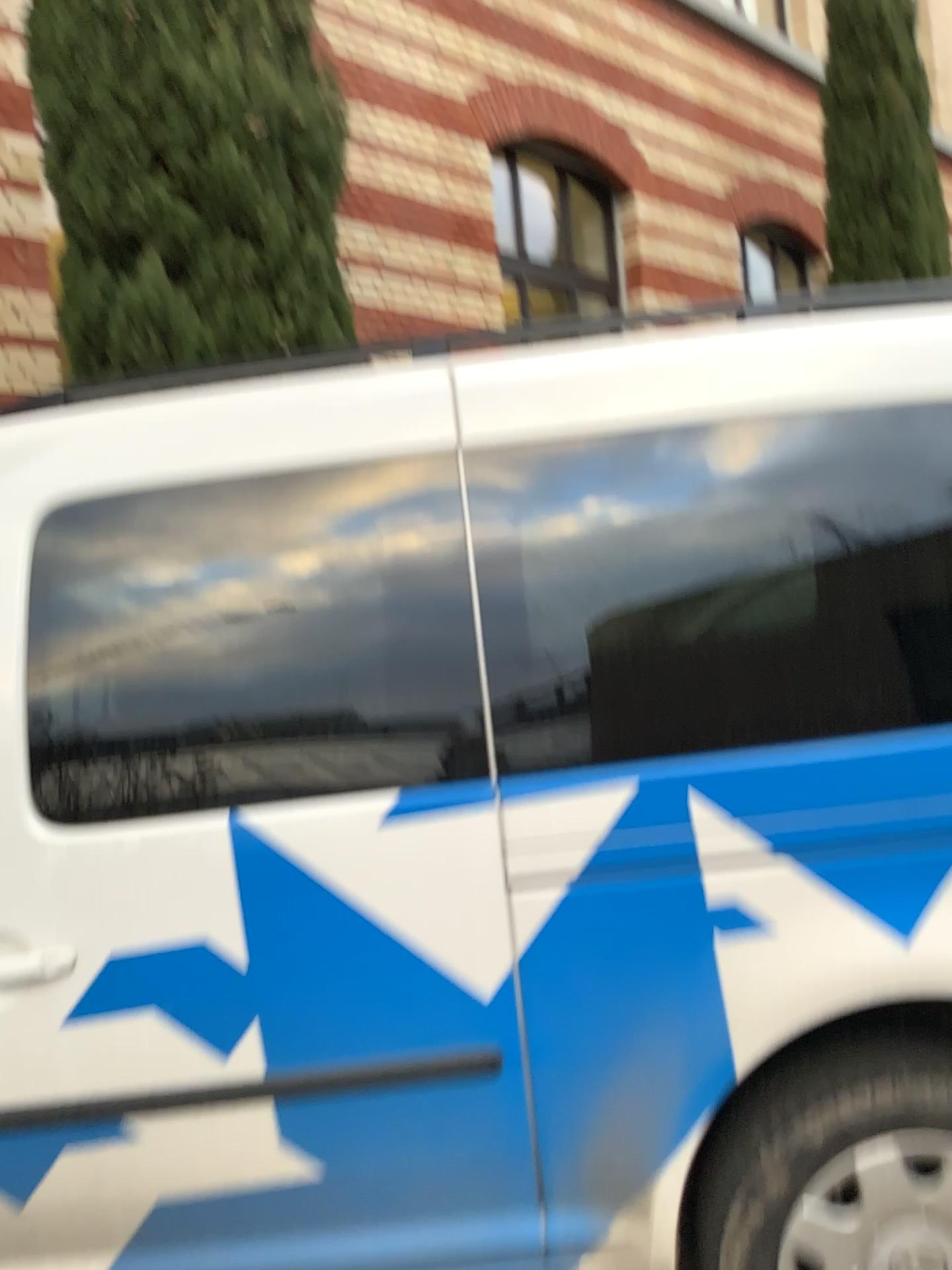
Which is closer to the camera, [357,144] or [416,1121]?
[416,1121]

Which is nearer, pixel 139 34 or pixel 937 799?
pixel 937 799

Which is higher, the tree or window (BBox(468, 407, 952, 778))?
the tree

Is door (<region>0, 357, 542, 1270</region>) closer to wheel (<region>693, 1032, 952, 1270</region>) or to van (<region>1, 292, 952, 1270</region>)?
van (<region>1, 292, 952, 1270</region>)

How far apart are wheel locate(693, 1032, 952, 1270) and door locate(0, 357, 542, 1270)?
0.3 meters

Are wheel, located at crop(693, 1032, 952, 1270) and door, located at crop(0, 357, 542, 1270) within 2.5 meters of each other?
yes

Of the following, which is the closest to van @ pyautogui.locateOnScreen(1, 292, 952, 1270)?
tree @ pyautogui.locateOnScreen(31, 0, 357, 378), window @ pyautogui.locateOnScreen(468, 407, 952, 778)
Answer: window @ pyautogui.locateOnScreen(468, 407, 952, 778)

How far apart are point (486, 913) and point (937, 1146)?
0.76m

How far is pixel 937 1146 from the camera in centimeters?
156cm

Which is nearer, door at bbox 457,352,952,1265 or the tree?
door at bbox 457,352,952,1265
